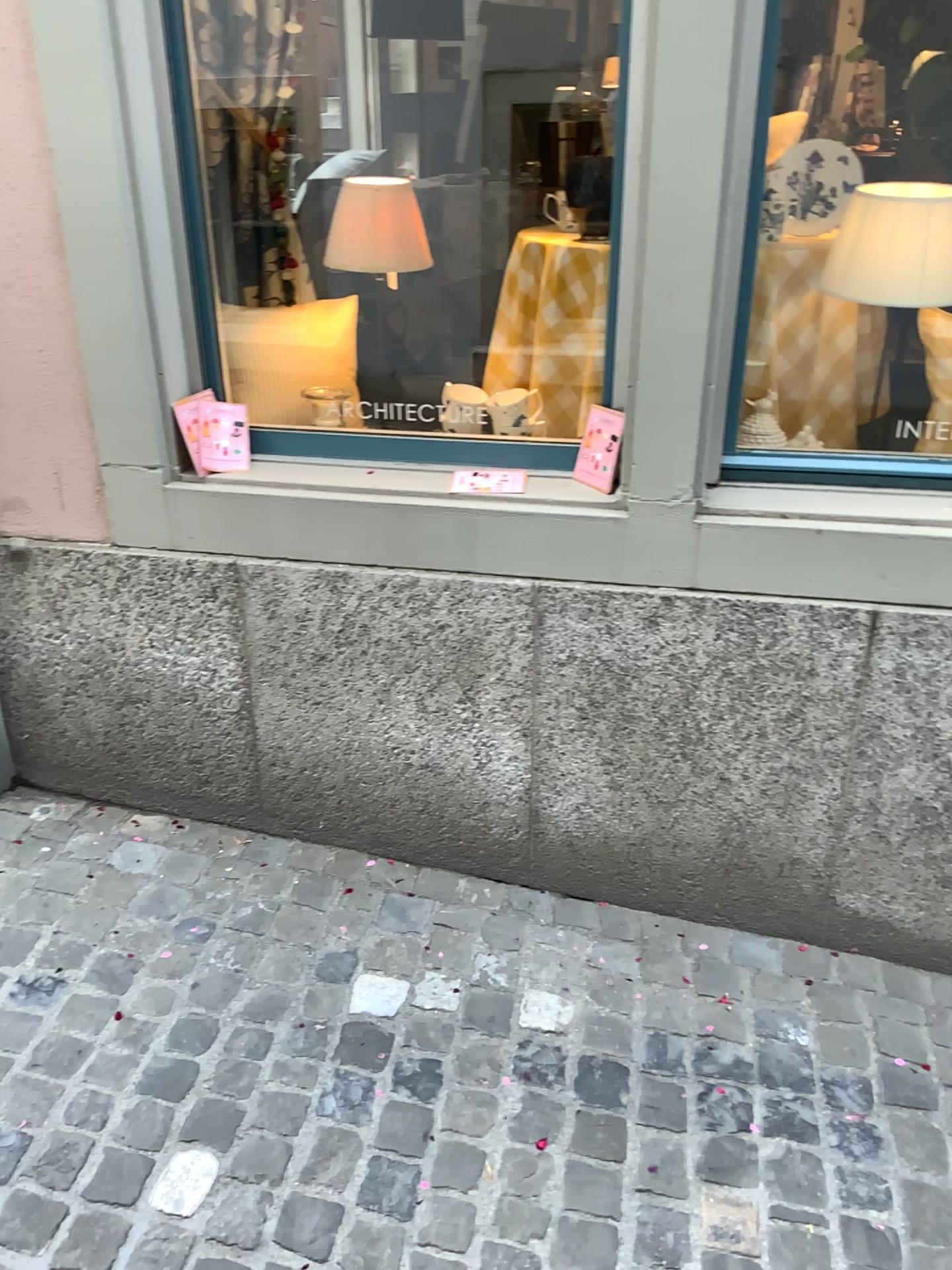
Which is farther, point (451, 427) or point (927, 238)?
point (451, 427)

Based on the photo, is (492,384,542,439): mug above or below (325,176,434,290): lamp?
below

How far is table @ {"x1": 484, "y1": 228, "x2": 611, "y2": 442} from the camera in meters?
2.2 m

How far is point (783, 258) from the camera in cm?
211

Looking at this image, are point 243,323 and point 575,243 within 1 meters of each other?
yes

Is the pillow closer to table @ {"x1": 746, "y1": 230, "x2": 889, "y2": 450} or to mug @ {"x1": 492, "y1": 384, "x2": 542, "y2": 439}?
mug @ {"x1": 492, "y1": 384, "x2": 542, "y2": 439}

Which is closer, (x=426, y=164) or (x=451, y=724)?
(x=451, y=724)

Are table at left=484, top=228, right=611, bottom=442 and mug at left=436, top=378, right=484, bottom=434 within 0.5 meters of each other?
yes

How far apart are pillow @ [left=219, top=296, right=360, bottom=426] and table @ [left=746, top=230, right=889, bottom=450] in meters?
0.9 m

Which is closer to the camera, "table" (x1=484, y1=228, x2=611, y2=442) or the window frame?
the window frame
